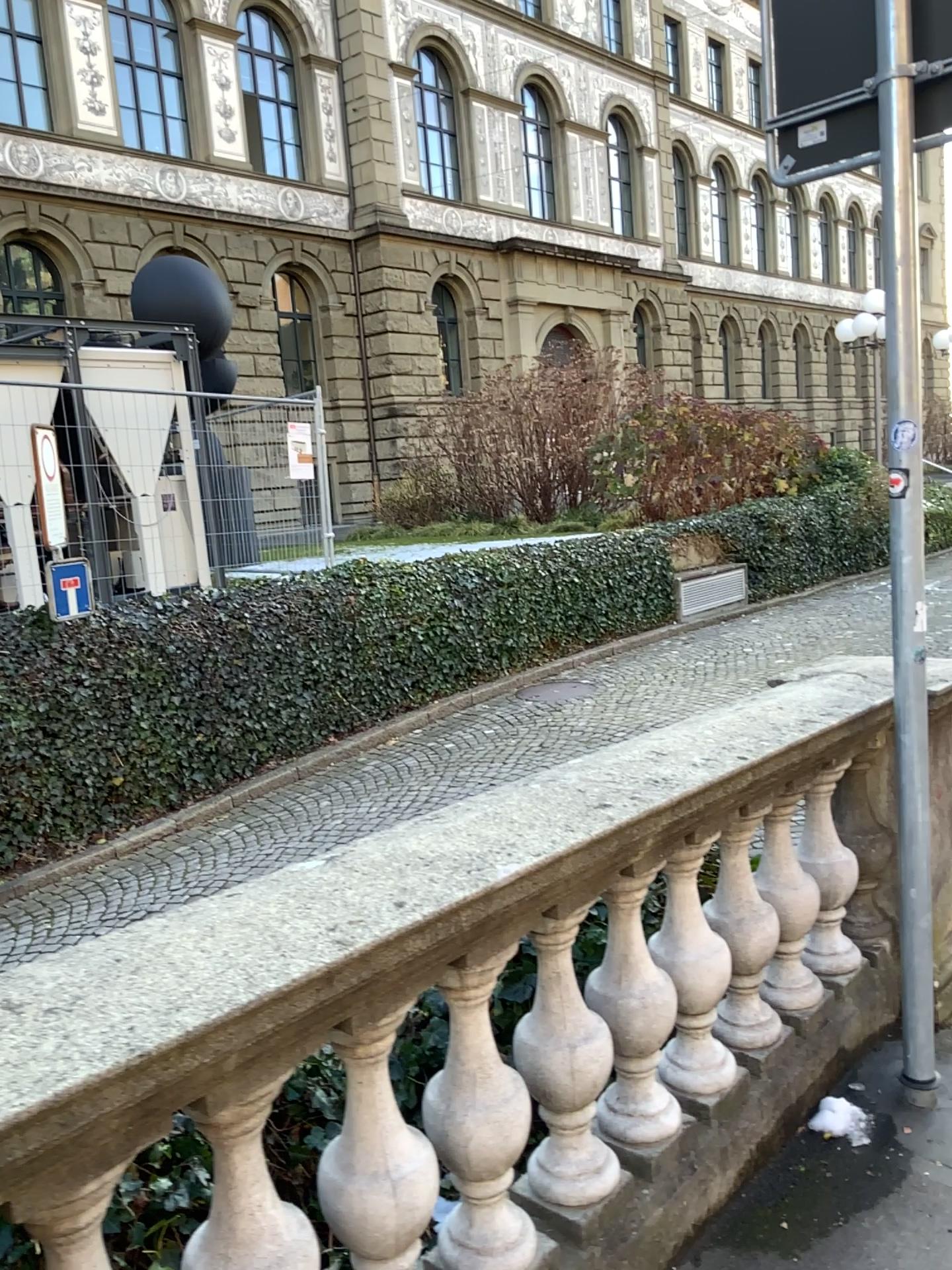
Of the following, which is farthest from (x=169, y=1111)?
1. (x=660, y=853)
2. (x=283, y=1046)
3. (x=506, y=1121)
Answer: (x=660, y=853)

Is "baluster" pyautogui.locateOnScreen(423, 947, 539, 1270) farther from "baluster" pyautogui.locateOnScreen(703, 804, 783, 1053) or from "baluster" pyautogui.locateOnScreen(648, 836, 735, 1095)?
"baluster" pyautogui.locateOnScreen(703, 804, 783, 1053)

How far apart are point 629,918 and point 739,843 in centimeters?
54cm

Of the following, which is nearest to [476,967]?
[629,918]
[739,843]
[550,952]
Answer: [550,952]

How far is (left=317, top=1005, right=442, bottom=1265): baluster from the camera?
1.6m

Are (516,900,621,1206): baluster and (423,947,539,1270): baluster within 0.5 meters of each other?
yes

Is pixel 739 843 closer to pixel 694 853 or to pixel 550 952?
pixel 694 853

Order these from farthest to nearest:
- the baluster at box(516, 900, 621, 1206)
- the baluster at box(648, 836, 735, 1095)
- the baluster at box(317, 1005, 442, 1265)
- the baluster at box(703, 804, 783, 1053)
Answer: the baluster at box(703, 804, 783, 1053) → the baluster at box(648, 836, 735, 1095) → the baluster at box(516, 900, 621, 1206) → the baluster at box(317, 1005, 442, 1265)

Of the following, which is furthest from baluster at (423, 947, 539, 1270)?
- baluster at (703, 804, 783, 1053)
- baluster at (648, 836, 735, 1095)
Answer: baluster at (703, 804, 783, 1053)

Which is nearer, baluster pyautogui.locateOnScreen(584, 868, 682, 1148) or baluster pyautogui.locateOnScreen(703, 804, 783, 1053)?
baluster pyautogui.locateOnScreen(584, 868, 682, 1148)
